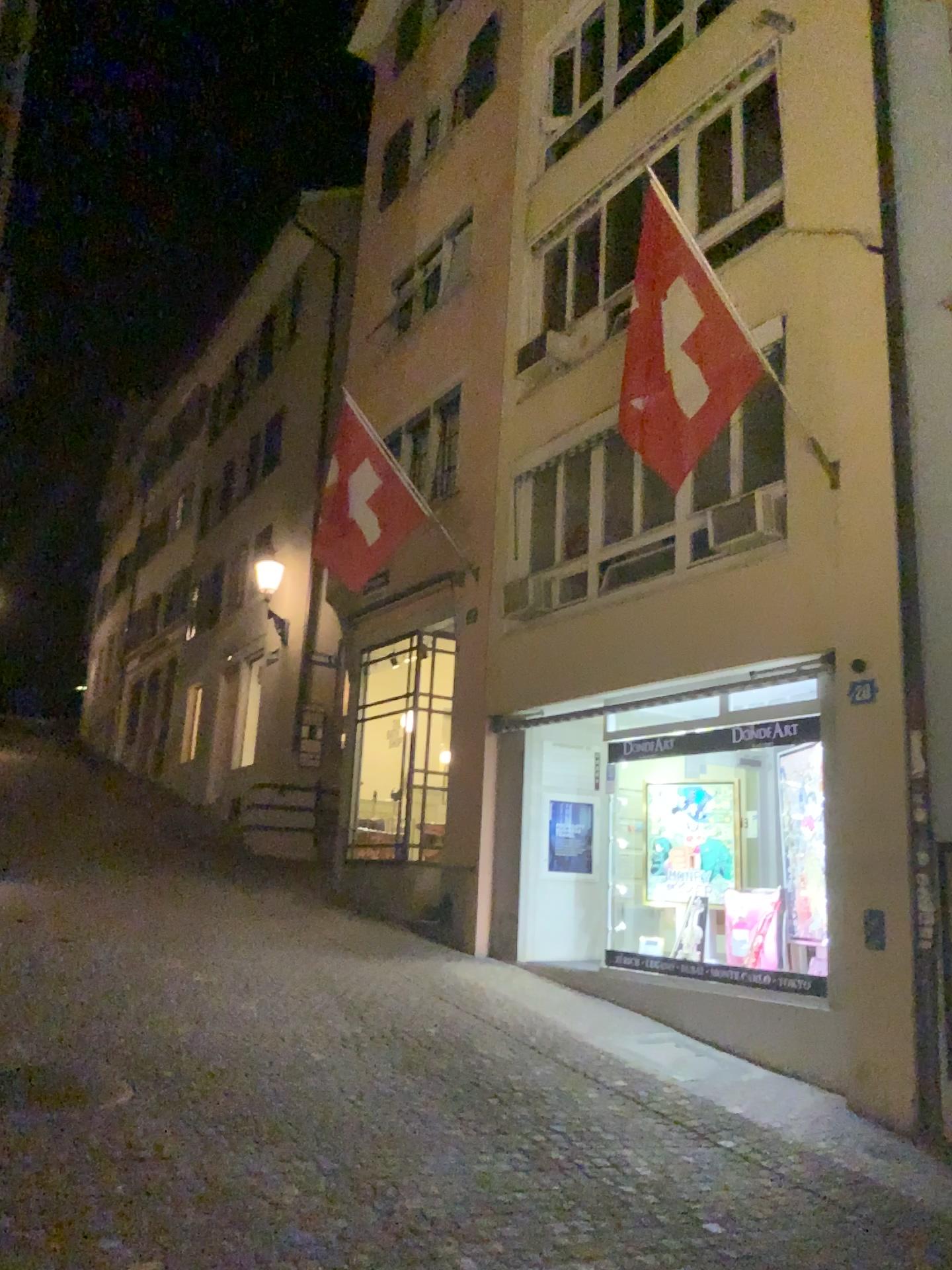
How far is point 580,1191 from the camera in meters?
4.6 m
